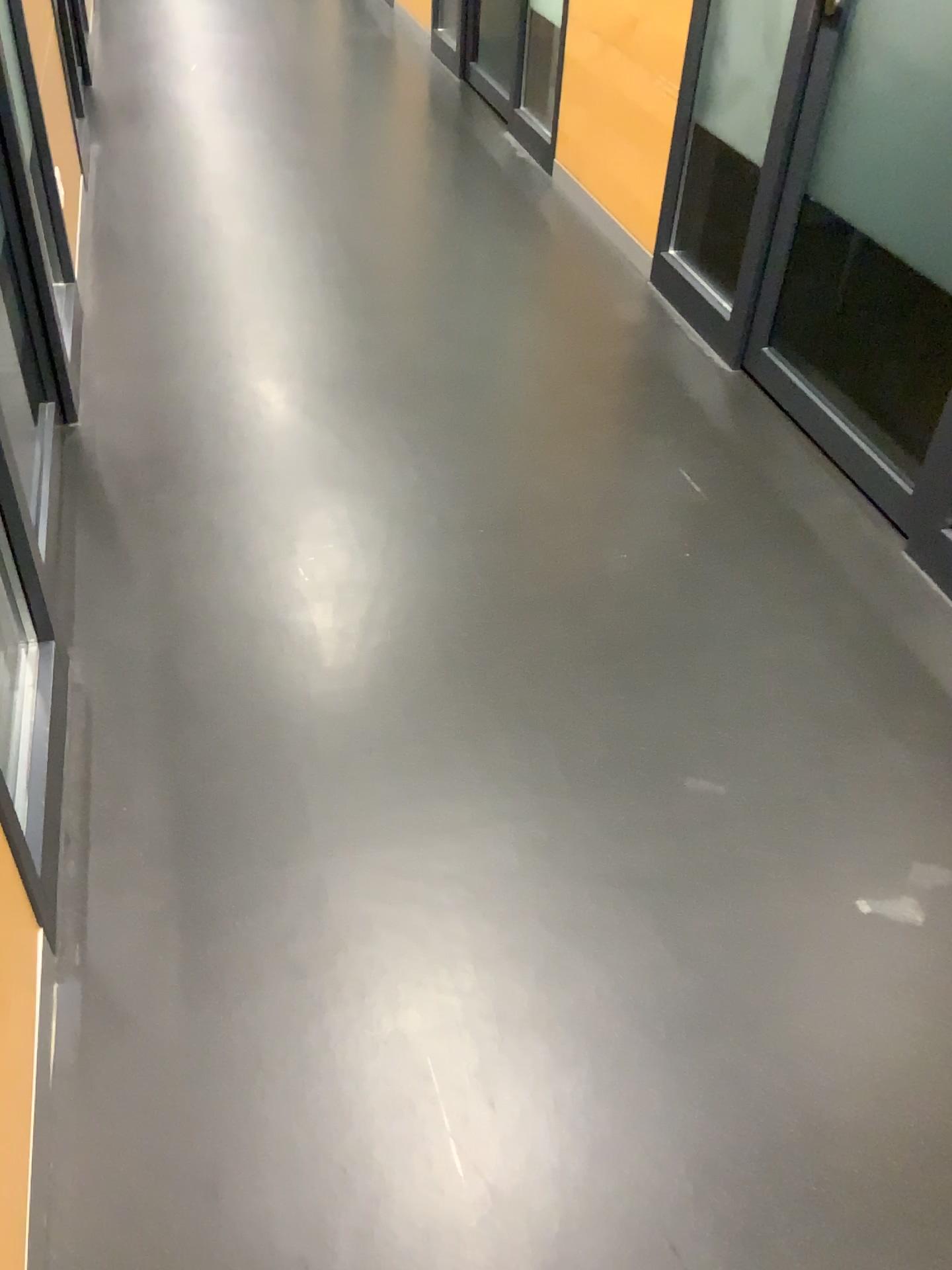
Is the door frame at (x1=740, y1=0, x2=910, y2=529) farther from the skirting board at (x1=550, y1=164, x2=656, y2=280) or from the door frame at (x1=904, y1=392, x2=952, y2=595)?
the skirting board at (x1=550, y1=164, x2=656, y2=280)

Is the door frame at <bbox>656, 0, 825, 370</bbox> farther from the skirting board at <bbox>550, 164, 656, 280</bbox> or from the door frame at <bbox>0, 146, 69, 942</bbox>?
the door frame at <bbox>0, 146, 69, 942</bbox>

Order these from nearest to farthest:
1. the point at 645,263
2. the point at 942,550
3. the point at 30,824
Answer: the point at 30,824, the point at 942,550, the point at 645,263

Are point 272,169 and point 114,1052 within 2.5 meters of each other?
no

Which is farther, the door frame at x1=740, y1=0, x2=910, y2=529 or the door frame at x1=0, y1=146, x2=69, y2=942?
the door frame at x1=740, y1=0, x2=910, y2=529

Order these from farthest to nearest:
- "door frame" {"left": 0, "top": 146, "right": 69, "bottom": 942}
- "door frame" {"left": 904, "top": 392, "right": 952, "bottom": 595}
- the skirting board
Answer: the skirting board
"door frame" {"left": 904, "top": 392, "right": 952, "bottom": 595}
"door frame" {"left": 0, "top": 146, "right": 69, "bottom": 942}

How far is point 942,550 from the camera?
2.27m

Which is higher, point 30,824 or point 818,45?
point 818,45

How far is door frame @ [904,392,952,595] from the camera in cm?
227

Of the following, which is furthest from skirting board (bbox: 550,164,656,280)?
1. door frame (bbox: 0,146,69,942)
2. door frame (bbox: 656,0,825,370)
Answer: door frame (bbox: 0,146,69,942)
